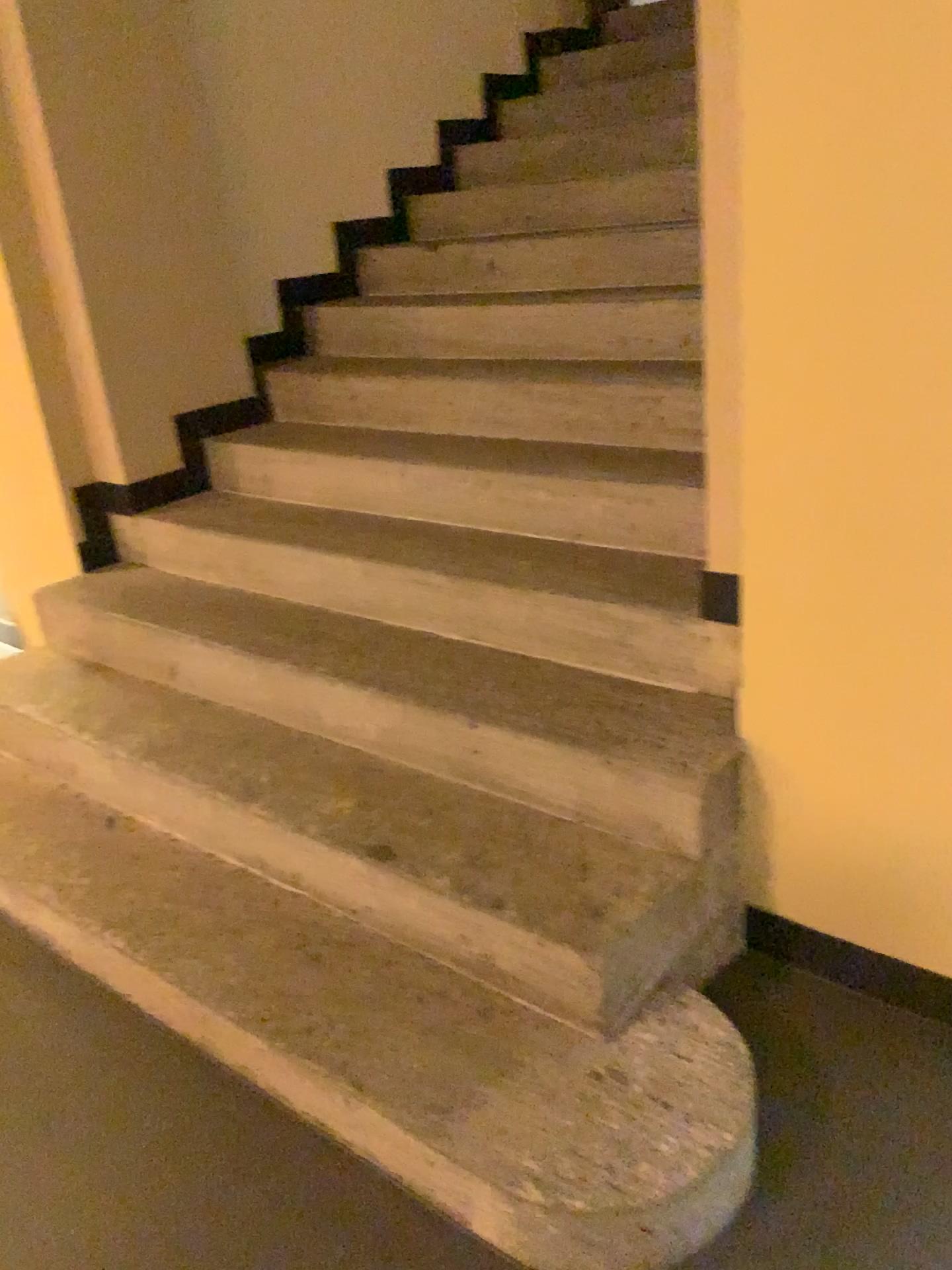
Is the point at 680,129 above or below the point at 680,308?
above

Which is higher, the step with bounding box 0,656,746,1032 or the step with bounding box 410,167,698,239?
the step with bounding box 410,167,698,239

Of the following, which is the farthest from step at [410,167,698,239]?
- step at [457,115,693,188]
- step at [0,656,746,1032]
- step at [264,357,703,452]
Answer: step at [0,656,746,1032]

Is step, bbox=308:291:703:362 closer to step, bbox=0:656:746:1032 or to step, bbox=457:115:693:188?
step, bbox=457:115:693:188

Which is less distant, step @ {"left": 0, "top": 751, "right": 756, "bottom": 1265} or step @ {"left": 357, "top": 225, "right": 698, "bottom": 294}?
step @ {"left": 0, "top": 751, "right": 756, "bottom": 1265}

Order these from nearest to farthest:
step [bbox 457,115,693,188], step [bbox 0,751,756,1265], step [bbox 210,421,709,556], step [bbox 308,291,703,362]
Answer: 1. step [bbox 0,751,756,1265]
2. step [bbox 210,421,709,556]
3. step [bbox 308,291,703,362]
4. step [bbox 457,115,693,188]

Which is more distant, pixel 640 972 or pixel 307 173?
pixel 307 173

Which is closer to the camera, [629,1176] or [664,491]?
[629,1176]

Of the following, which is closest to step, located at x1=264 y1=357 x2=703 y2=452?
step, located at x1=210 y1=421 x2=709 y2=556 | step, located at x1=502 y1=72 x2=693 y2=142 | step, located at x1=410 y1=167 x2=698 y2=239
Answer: step, located at x1=210 y1=421 x2=709 y2=556

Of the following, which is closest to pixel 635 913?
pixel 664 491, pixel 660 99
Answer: pixel 664 491
